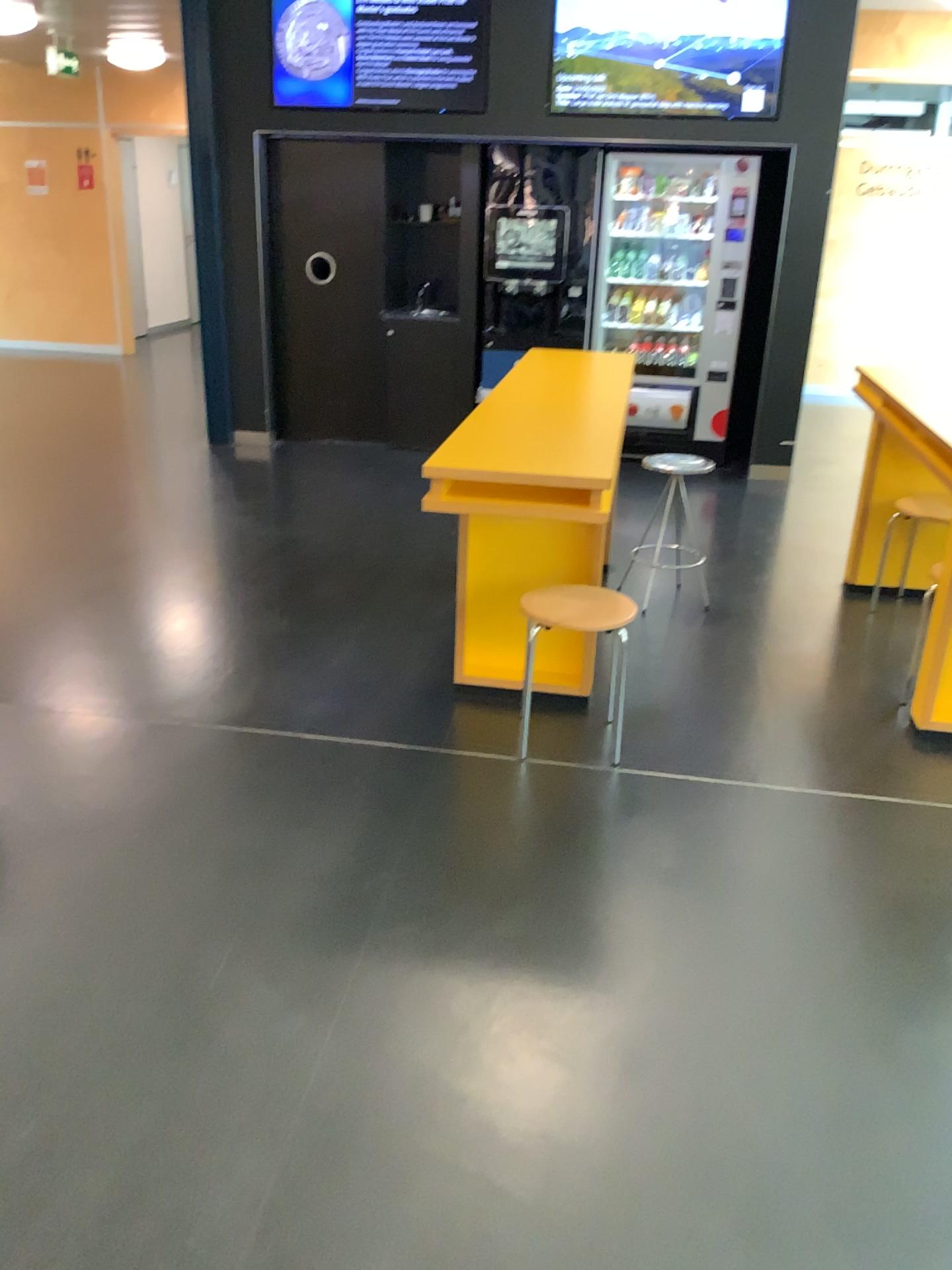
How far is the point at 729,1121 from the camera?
1.94m

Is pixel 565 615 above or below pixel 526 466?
below
